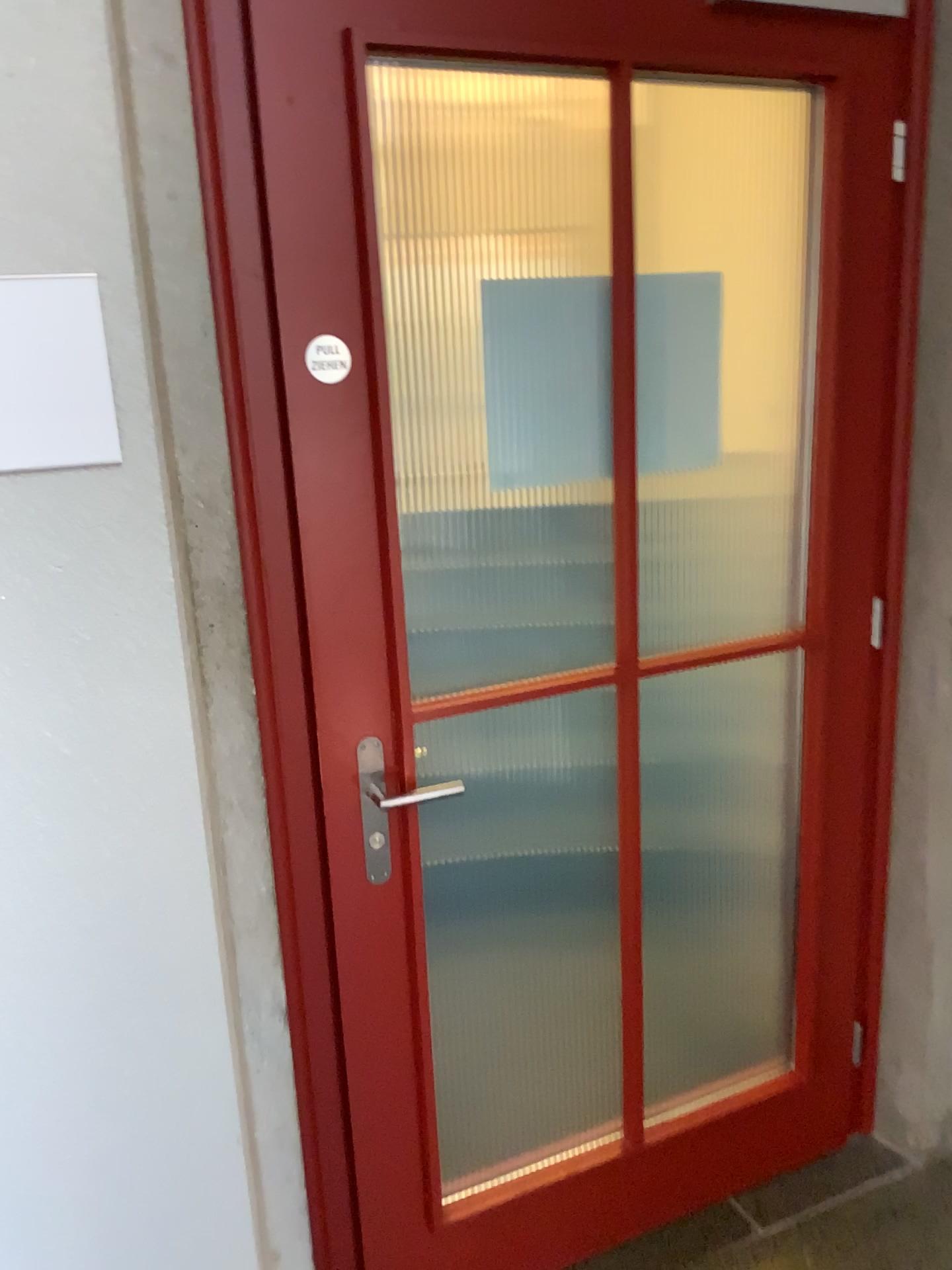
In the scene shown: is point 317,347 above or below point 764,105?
below

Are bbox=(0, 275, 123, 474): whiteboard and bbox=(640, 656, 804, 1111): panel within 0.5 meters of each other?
no

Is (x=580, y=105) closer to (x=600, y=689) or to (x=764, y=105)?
(x=764, y=105)

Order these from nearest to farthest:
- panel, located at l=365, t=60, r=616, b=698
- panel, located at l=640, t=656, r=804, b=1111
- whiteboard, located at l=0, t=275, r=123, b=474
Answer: whiteboard, located at l=0, t=275, r=123, b=474, panel, located at l=365, t=60, r=616, b=698, panel, located at l=640, t=656, r=804, b=1111

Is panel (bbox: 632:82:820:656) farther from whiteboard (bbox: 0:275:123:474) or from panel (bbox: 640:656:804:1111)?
whiteboard (bbox: 0:275:123:474)

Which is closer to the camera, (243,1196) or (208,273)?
(208,273)

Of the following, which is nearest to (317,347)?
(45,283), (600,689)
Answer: (45,283)

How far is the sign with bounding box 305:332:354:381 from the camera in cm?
137

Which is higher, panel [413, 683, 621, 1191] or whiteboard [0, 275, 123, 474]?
whiteboard [0, 275, 123, 474]

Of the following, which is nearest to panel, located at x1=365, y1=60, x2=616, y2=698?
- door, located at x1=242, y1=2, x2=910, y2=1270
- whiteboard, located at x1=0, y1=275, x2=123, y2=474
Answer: door, located at x1=242, y1=2, x2=910, y2=1270
